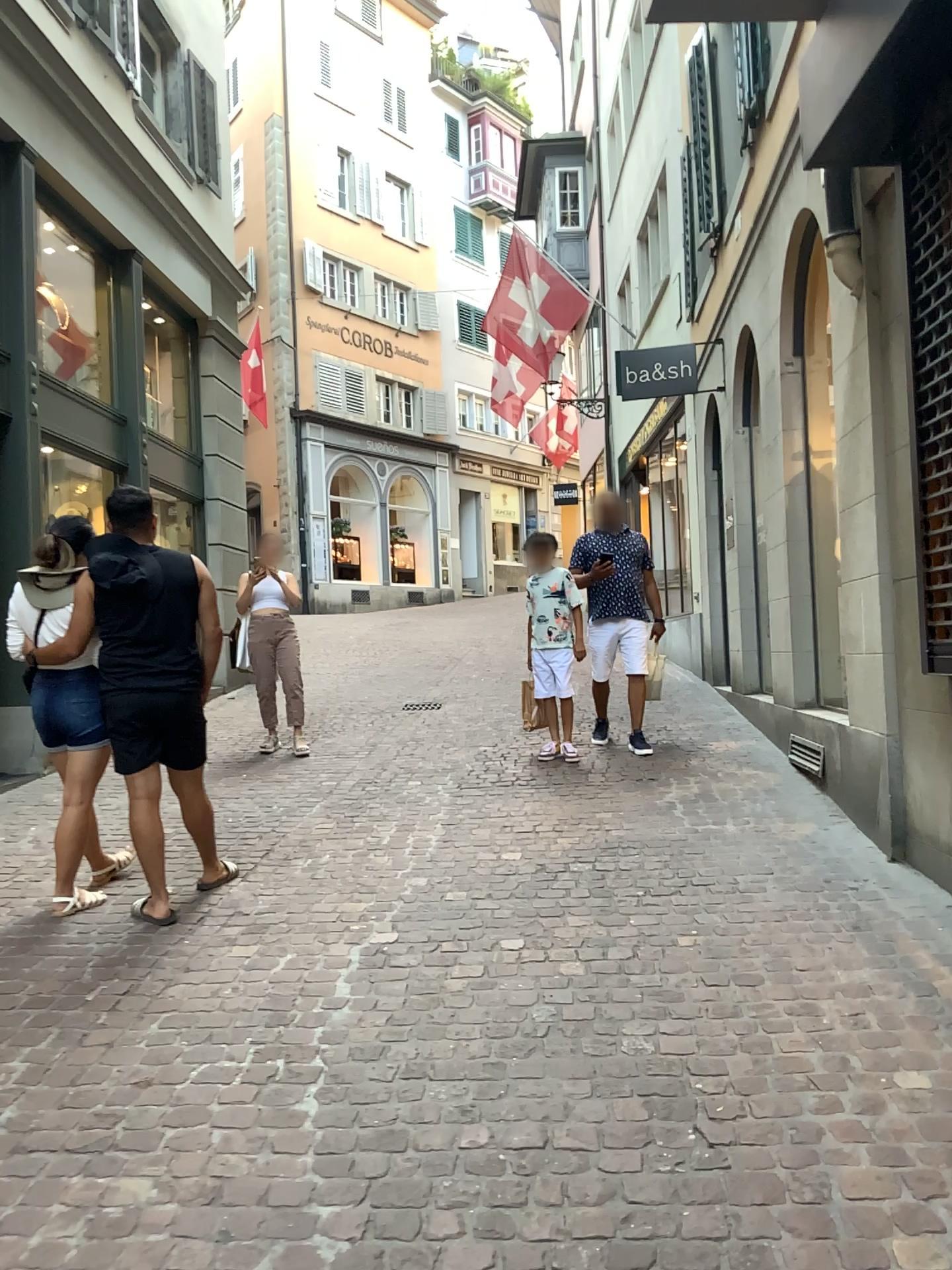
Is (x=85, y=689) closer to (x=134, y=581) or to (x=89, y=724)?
(x=89, y=724)

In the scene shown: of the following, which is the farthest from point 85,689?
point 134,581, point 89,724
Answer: point 134,581

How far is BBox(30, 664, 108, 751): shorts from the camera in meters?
4.1 m

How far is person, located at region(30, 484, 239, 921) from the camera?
4.0m

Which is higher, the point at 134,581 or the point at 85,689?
the point at 134,581

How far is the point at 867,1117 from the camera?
2.4m

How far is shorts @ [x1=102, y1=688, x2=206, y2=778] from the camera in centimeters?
Answer: 400cm
